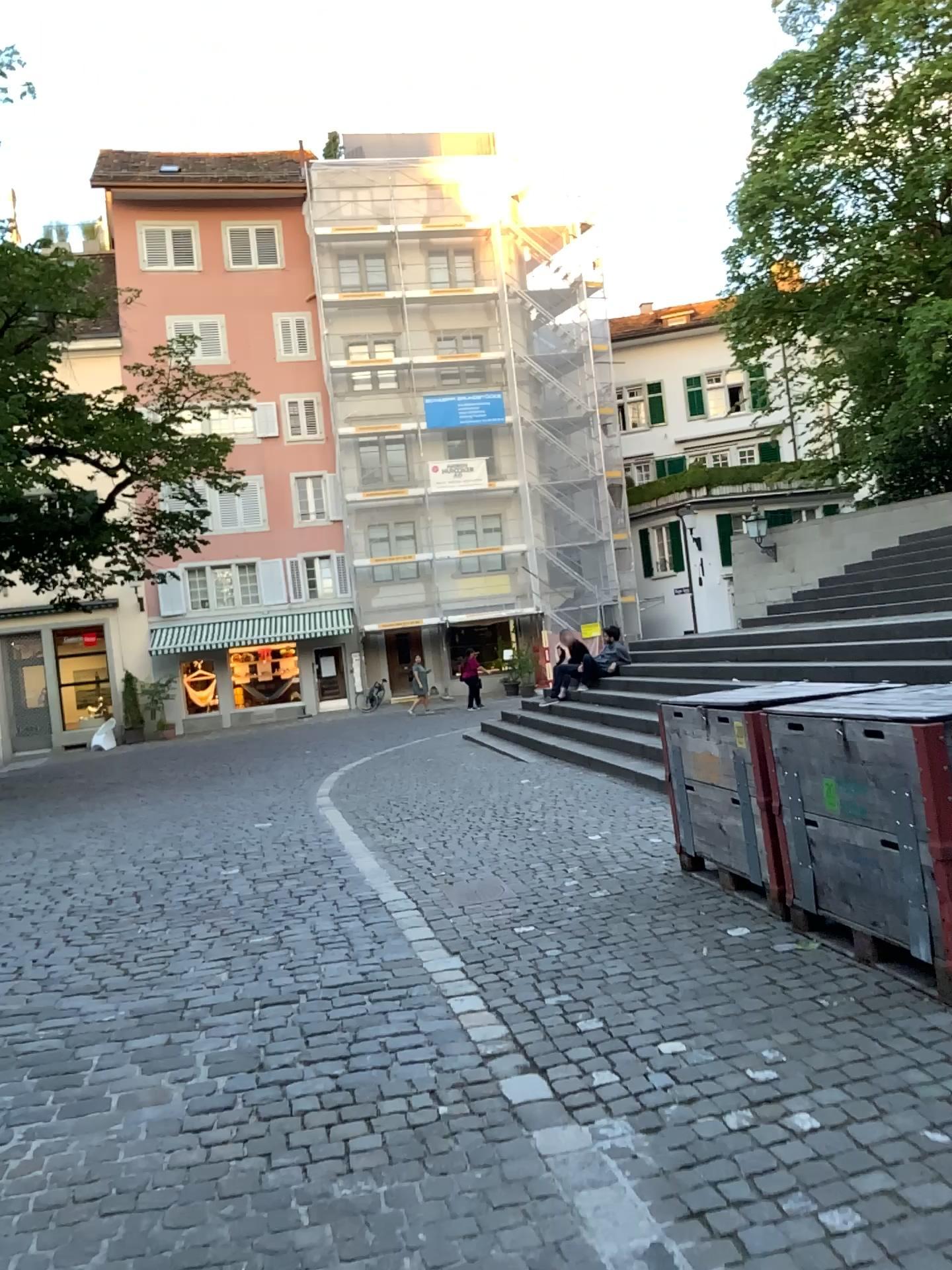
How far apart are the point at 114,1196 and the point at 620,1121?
1.37m
